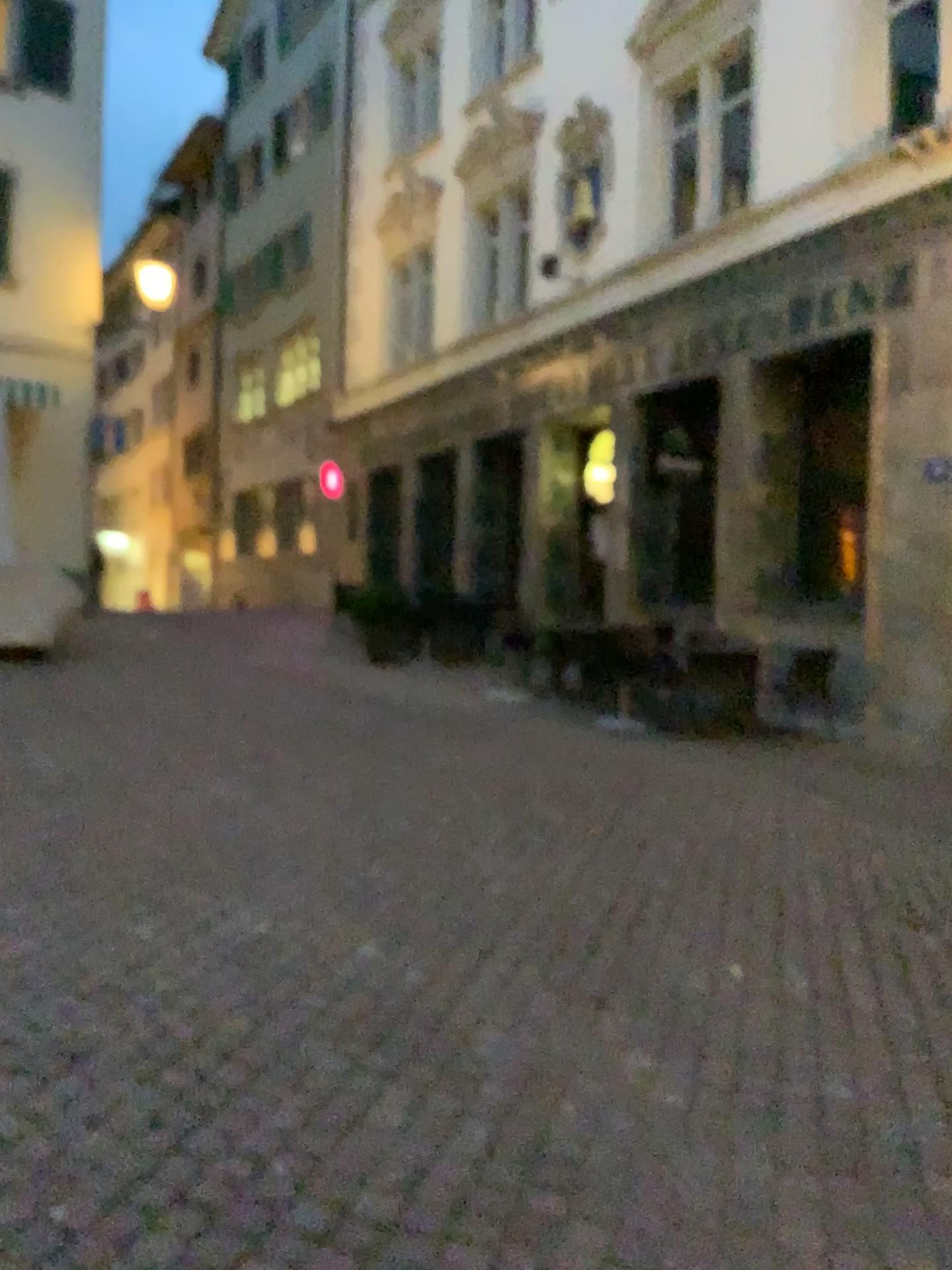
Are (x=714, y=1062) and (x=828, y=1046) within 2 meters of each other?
yes
